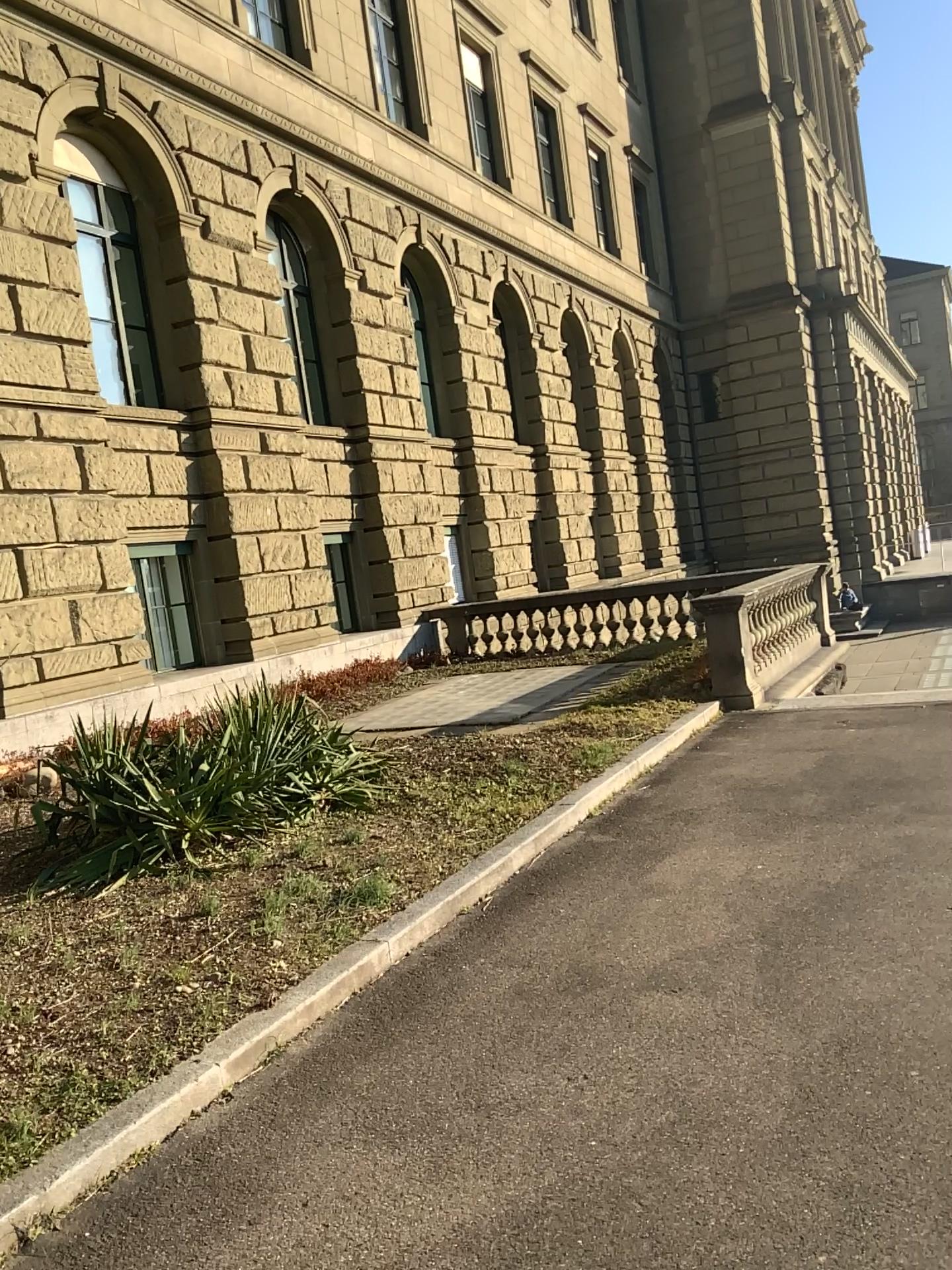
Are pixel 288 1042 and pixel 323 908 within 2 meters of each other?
yes
